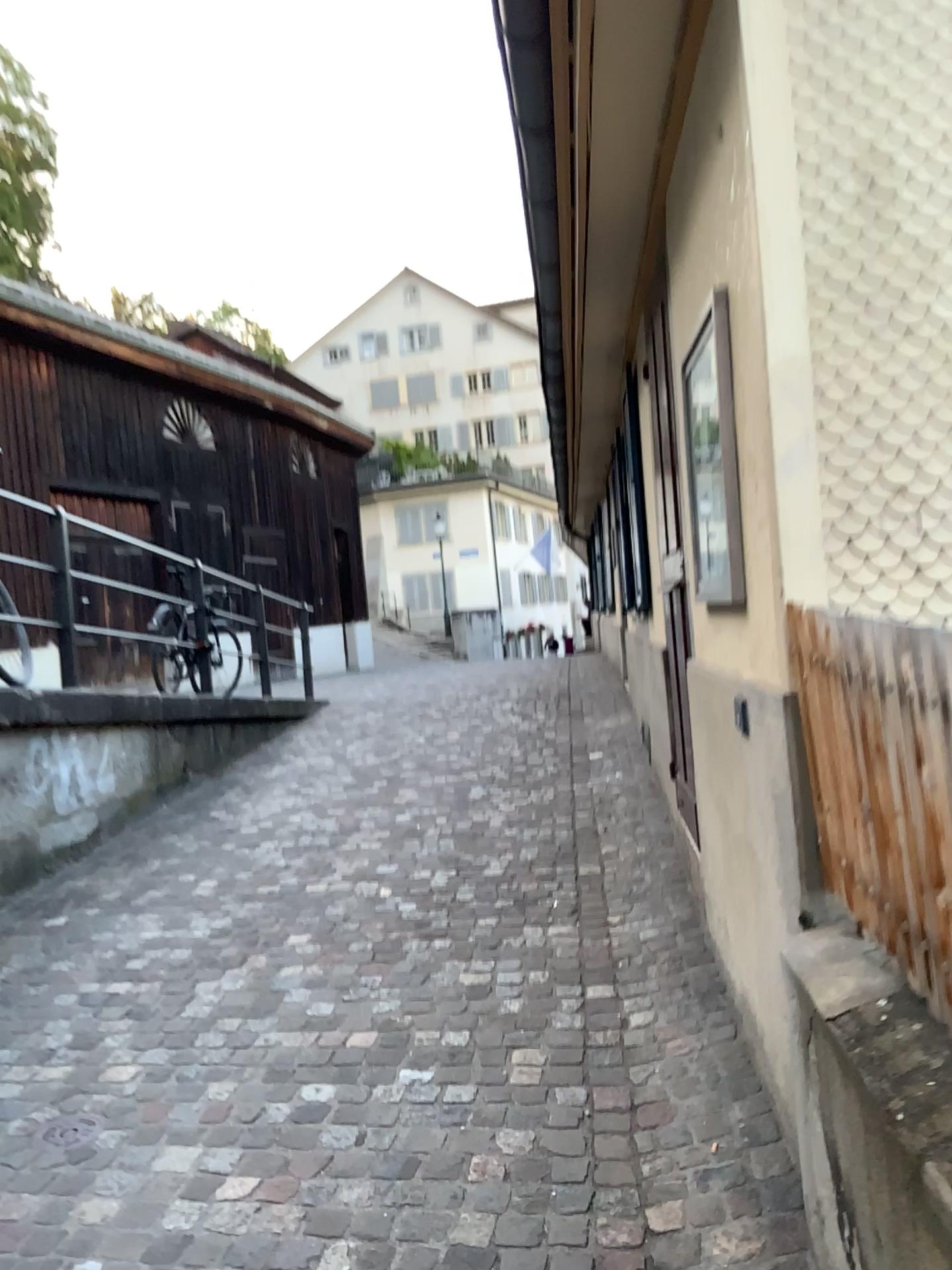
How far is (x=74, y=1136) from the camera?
2.65m

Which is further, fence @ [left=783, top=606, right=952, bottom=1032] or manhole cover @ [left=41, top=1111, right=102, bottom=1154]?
manhole cover @ [left=41, top=1111, right=102, bottom=1154]

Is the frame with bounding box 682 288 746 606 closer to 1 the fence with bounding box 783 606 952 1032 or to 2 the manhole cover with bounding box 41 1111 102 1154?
1 the fence with bounding box 783 606 952 1032

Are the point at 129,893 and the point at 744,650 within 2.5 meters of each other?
no

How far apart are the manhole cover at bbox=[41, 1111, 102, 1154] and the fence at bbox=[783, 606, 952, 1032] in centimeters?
197cm

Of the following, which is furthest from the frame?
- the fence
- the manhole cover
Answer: the manhole cover

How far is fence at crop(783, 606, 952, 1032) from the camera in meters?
1.5 m

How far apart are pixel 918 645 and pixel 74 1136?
2.4m

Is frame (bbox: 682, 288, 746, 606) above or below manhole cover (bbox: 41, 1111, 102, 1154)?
above

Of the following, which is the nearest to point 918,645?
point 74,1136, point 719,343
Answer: point 719,343
